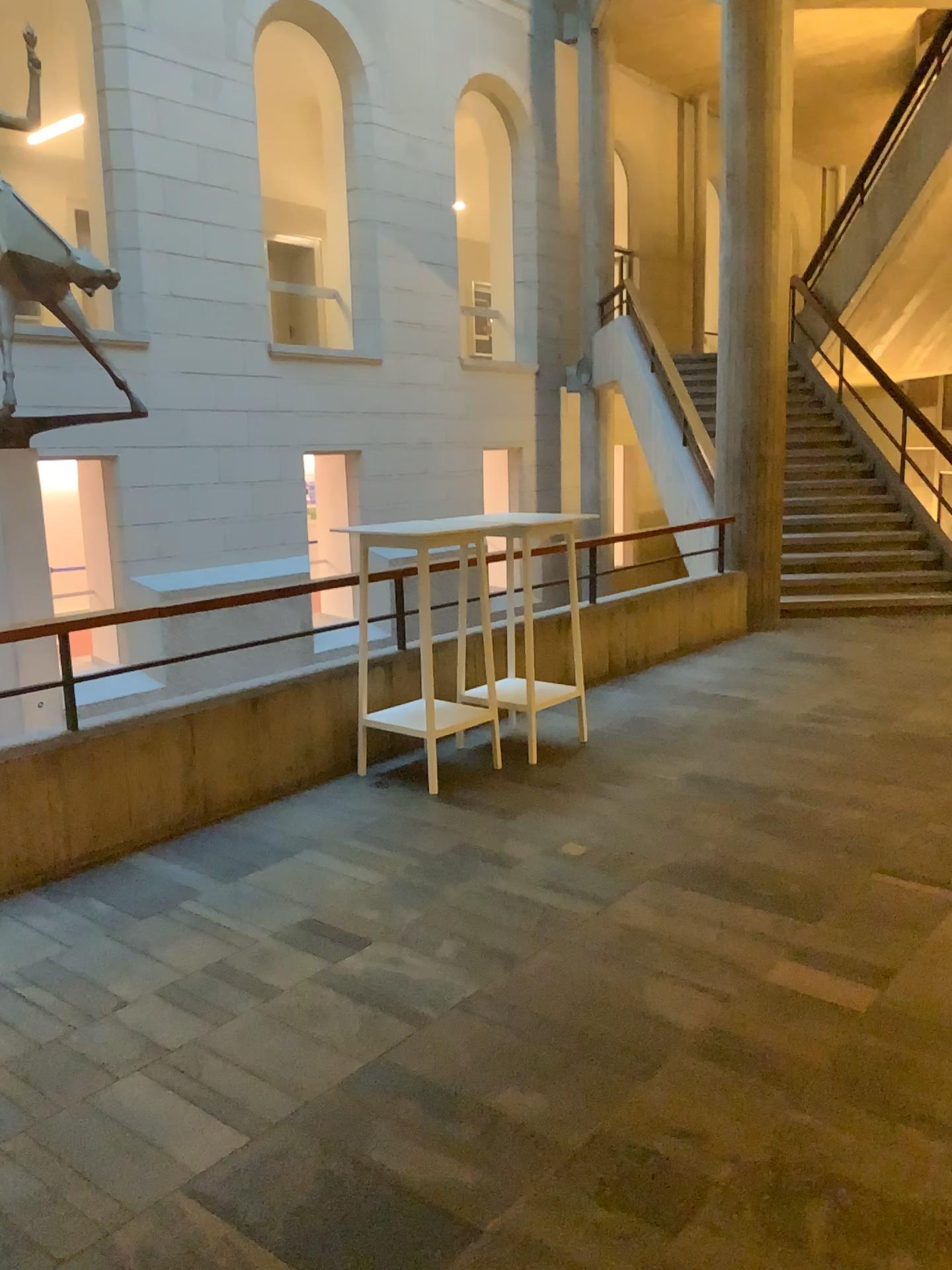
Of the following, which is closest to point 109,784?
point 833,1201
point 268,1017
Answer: point 268,1017
